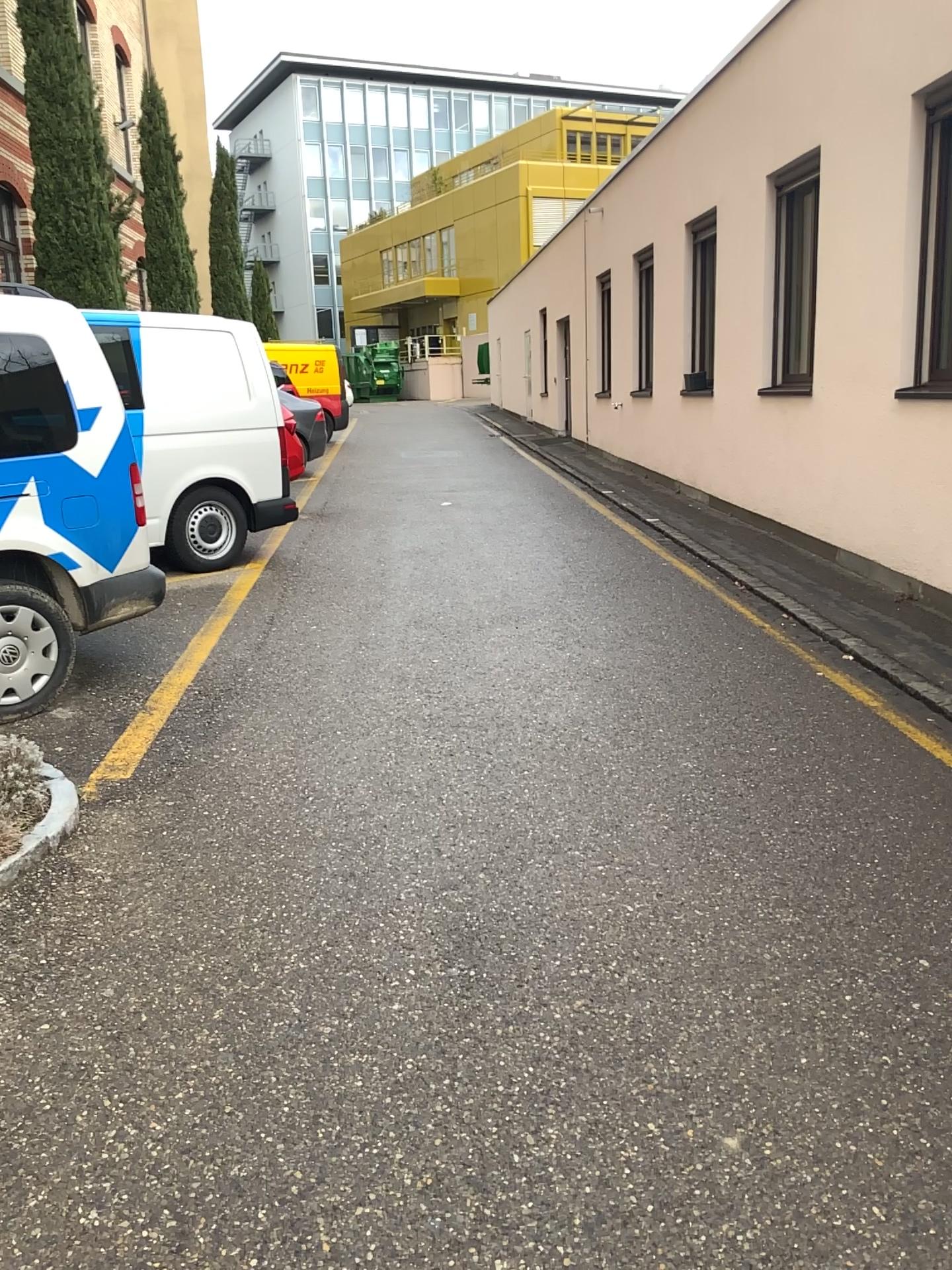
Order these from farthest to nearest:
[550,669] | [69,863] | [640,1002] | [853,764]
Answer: [550,669] → [853,764] → [69,863] → [640,1002]
